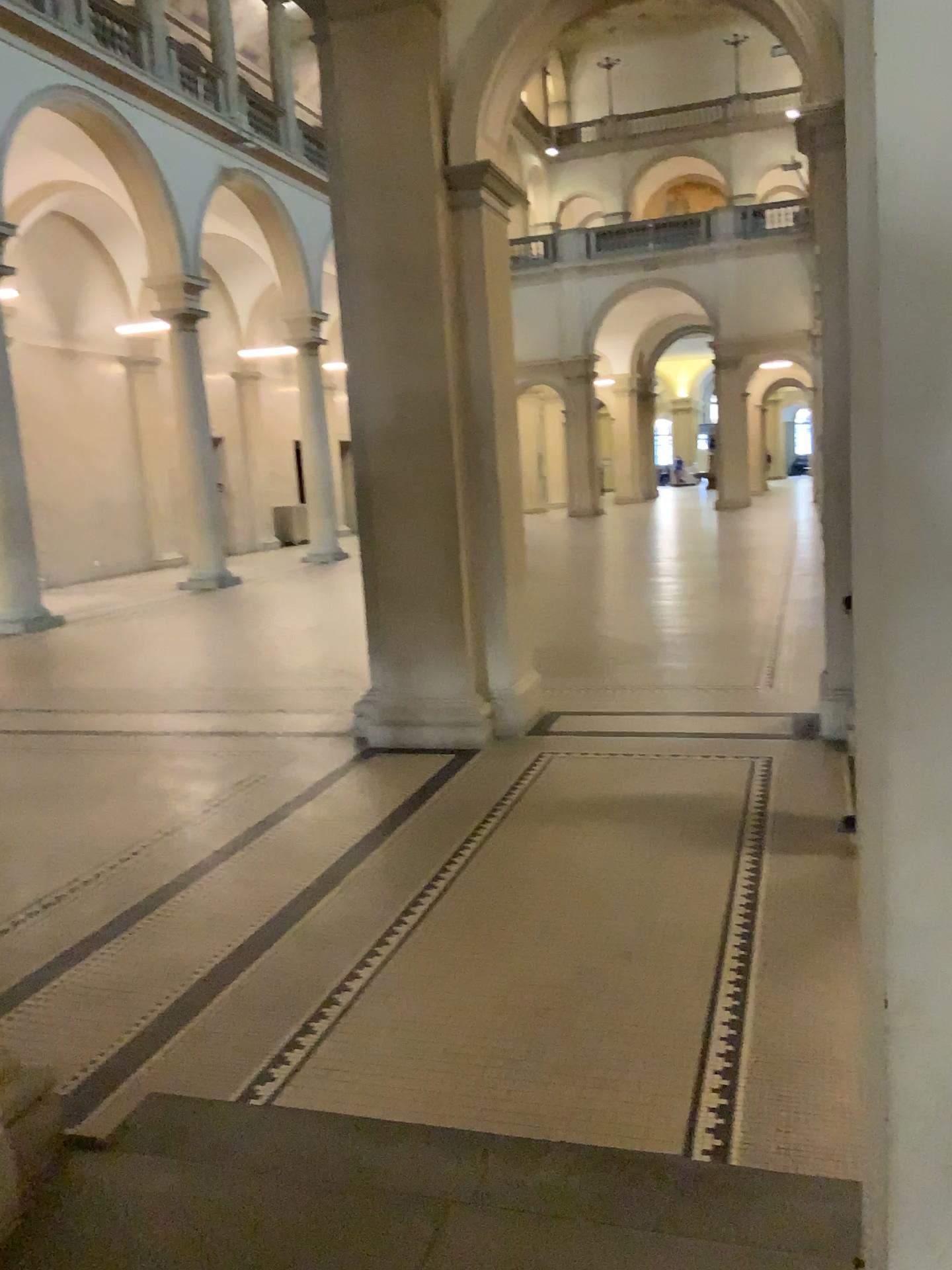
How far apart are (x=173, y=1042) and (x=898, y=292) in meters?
2.7
